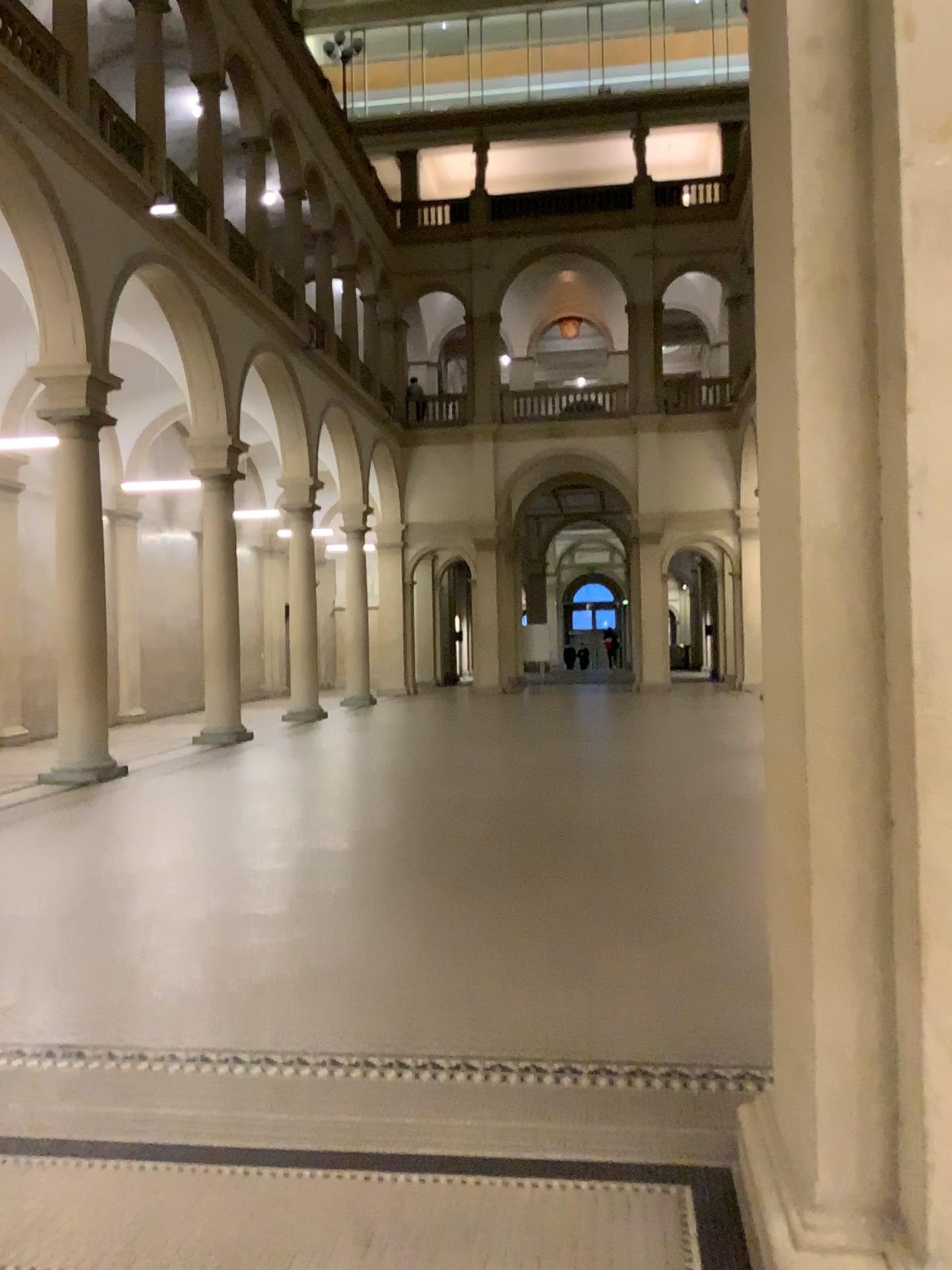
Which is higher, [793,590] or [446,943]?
[793,590]
